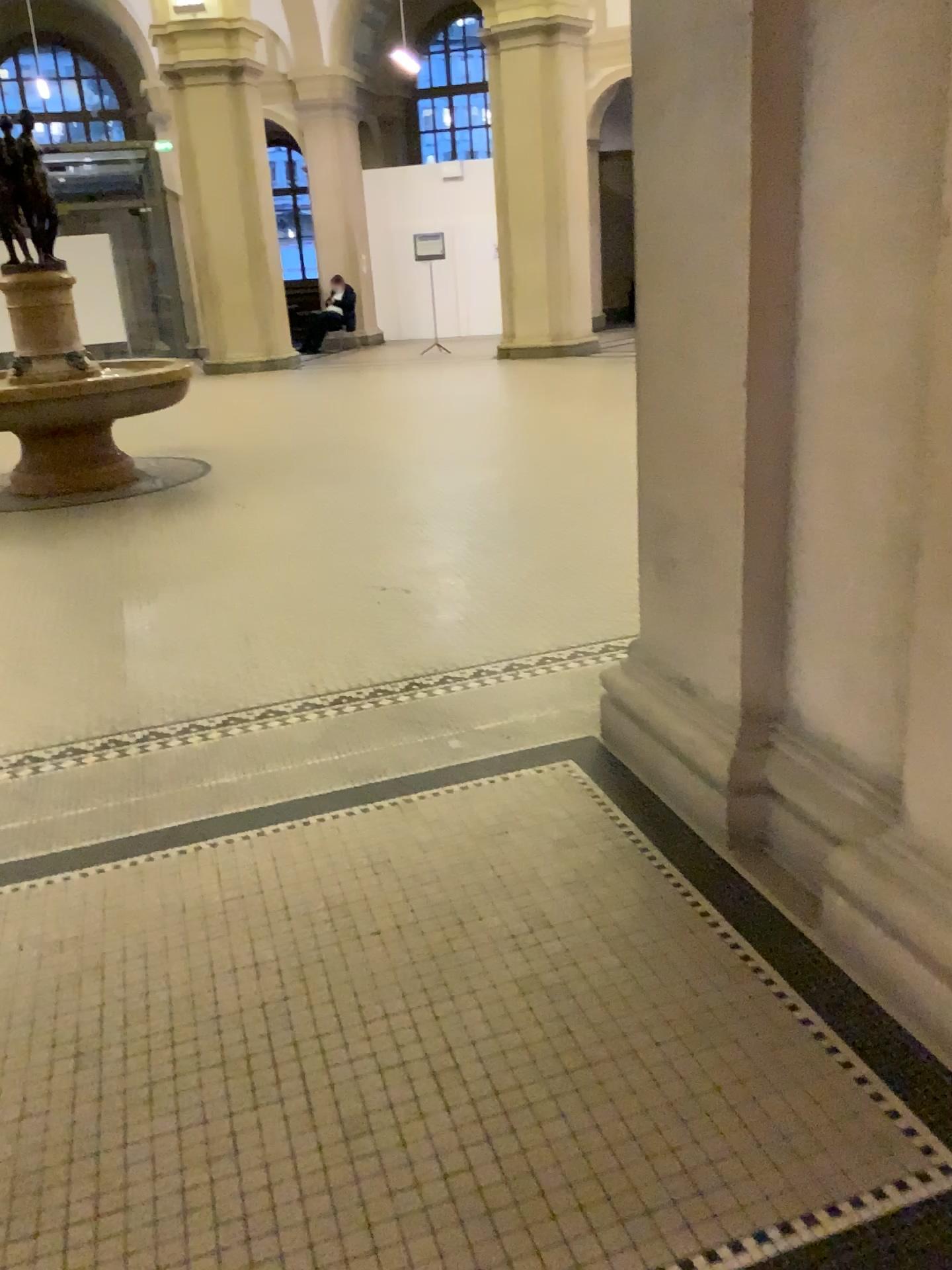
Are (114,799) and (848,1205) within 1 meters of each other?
no
